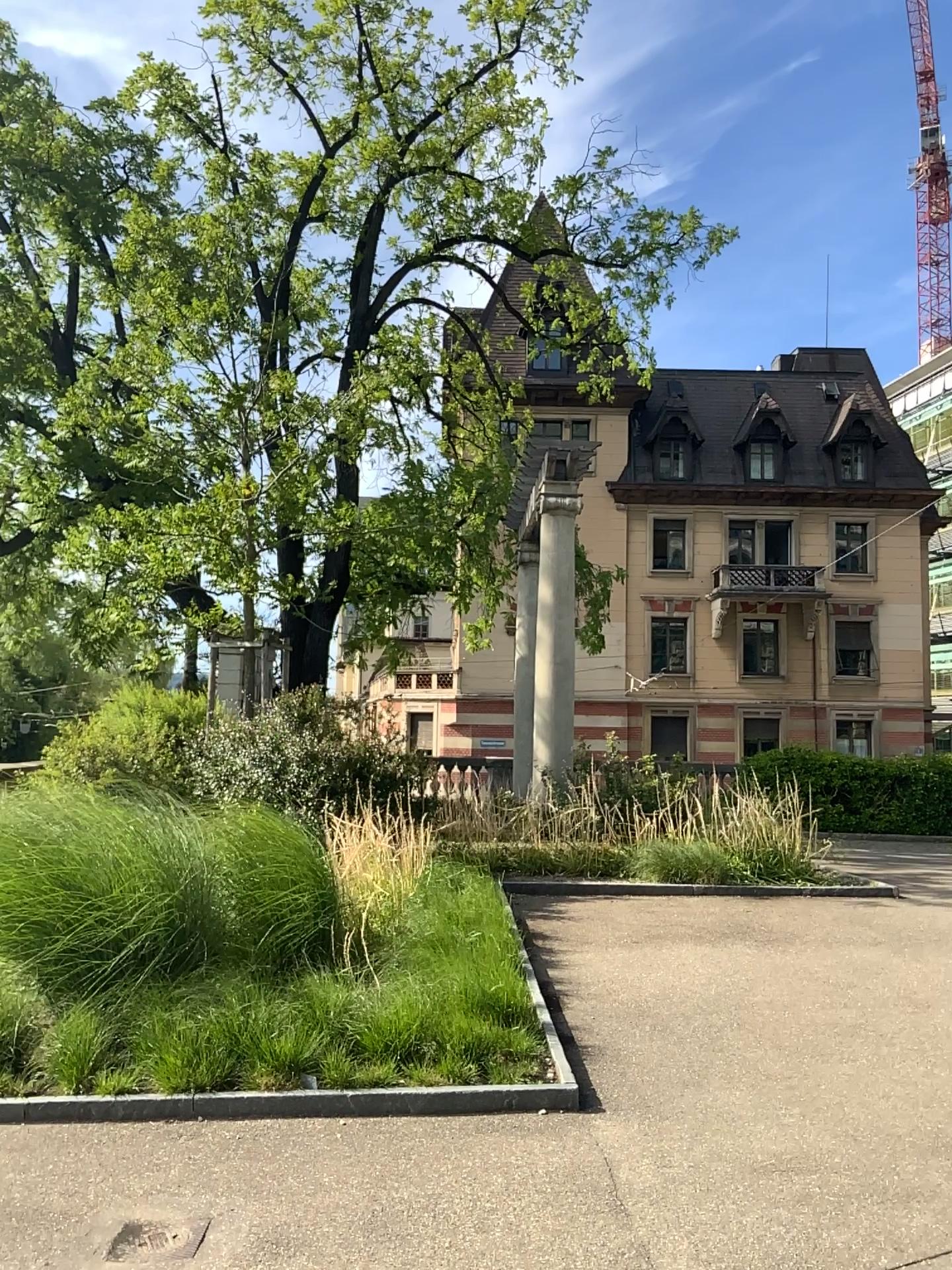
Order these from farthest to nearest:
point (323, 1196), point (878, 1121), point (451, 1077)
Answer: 1. point (451, 1077)
2. point (878, 1121)
3. point (323, 1196)
